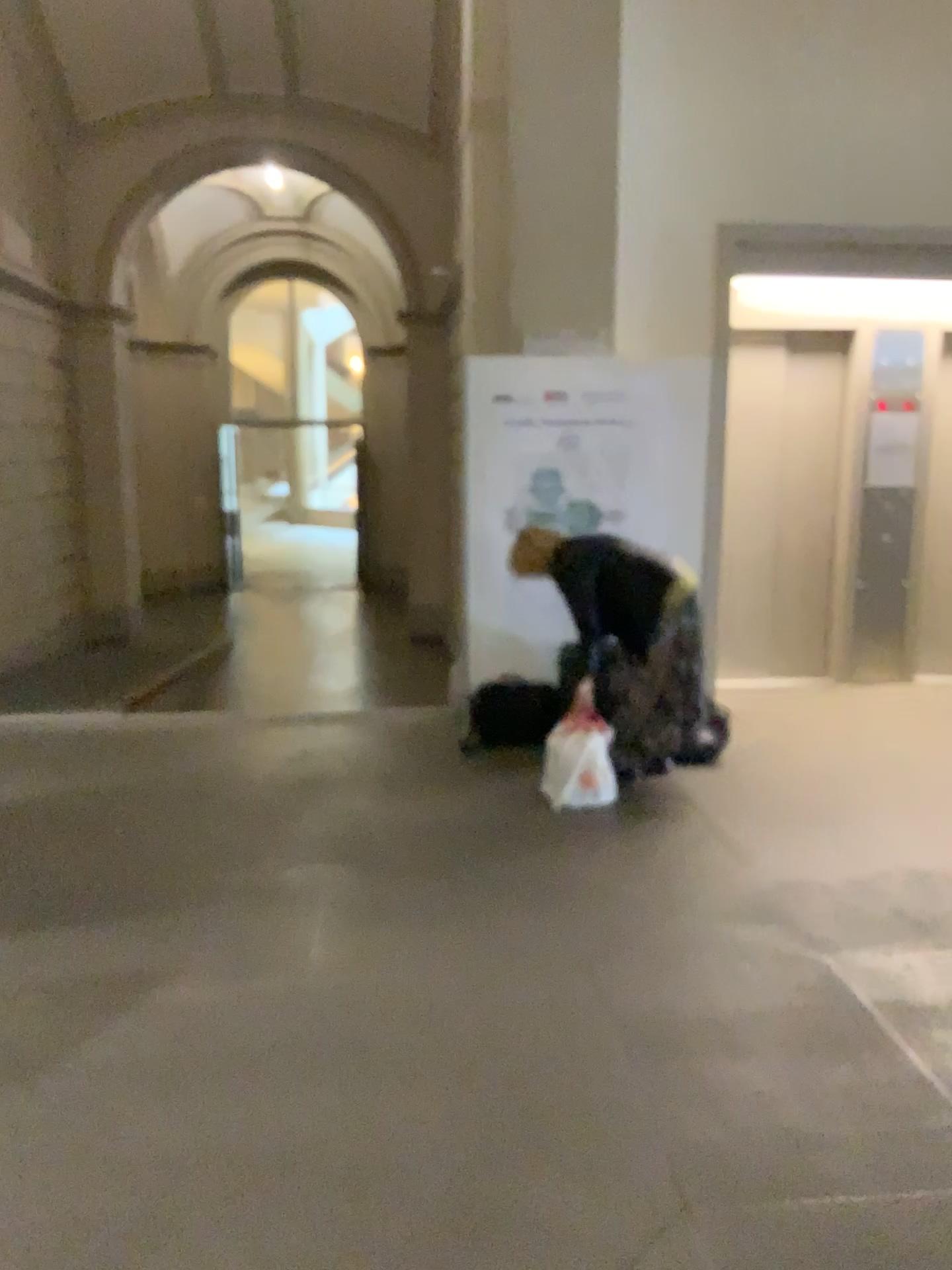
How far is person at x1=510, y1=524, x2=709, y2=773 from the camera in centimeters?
462cm

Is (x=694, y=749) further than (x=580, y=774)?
Yes

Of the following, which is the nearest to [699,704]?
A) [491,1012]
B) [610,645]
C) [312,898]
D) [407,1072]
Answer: [610,645]

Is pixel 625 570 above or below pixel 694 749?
above

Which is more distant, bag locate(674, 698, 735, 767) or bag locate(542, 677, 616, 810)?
bag locate(674, 698, 735, 767)

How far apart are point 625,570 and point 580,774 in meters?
0.9

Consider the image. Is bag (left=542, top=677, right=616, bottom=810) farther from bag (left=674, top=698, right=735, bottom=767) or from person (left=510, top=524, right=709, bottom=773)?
bag (left=674, top=698, right=735, bottom=767)

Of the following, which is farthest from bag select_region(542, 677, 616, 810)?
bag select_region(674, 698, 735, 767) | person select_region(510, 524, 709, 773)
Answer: bag select_region(674, 698, 735, 767)

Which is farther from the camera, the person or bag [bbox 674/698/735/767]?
bag [bbox 674/698/735/767]
